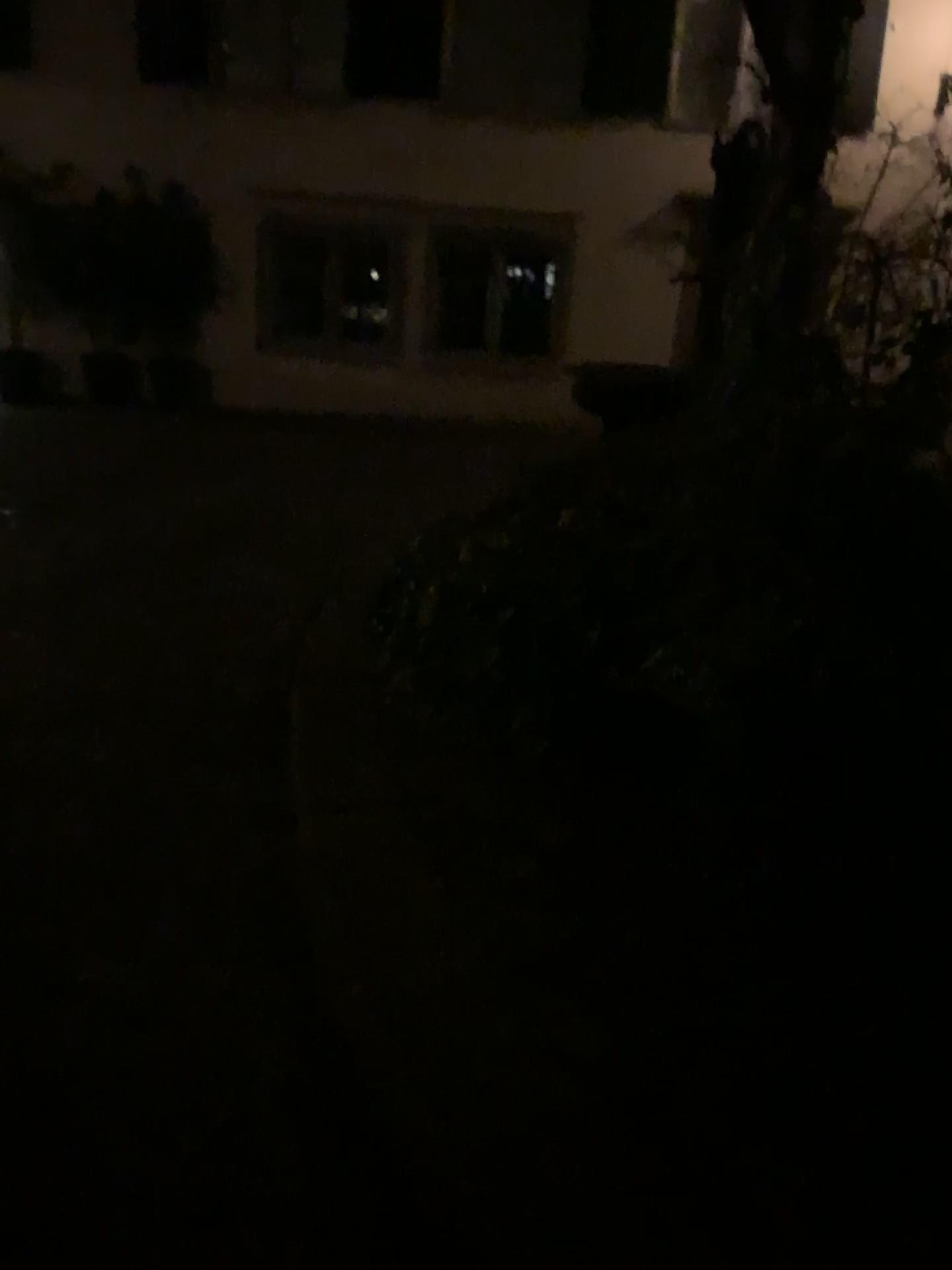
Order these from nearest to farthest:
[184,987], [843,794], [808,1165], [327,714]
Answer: [808,1165]
[184,987]
[843,794]
[327,714]
